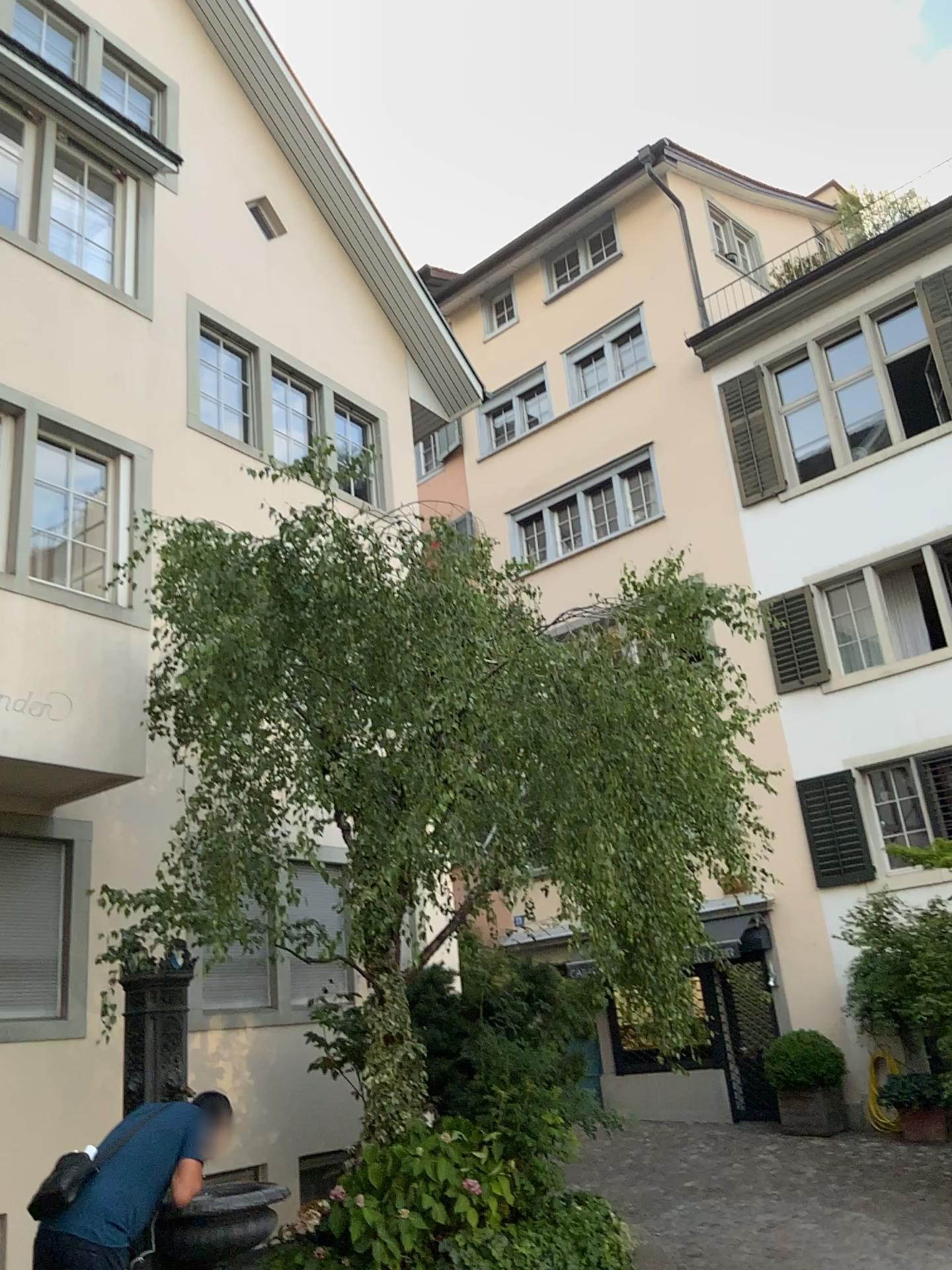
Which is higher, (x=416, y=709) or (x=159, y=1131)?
(x=416, y=709)
